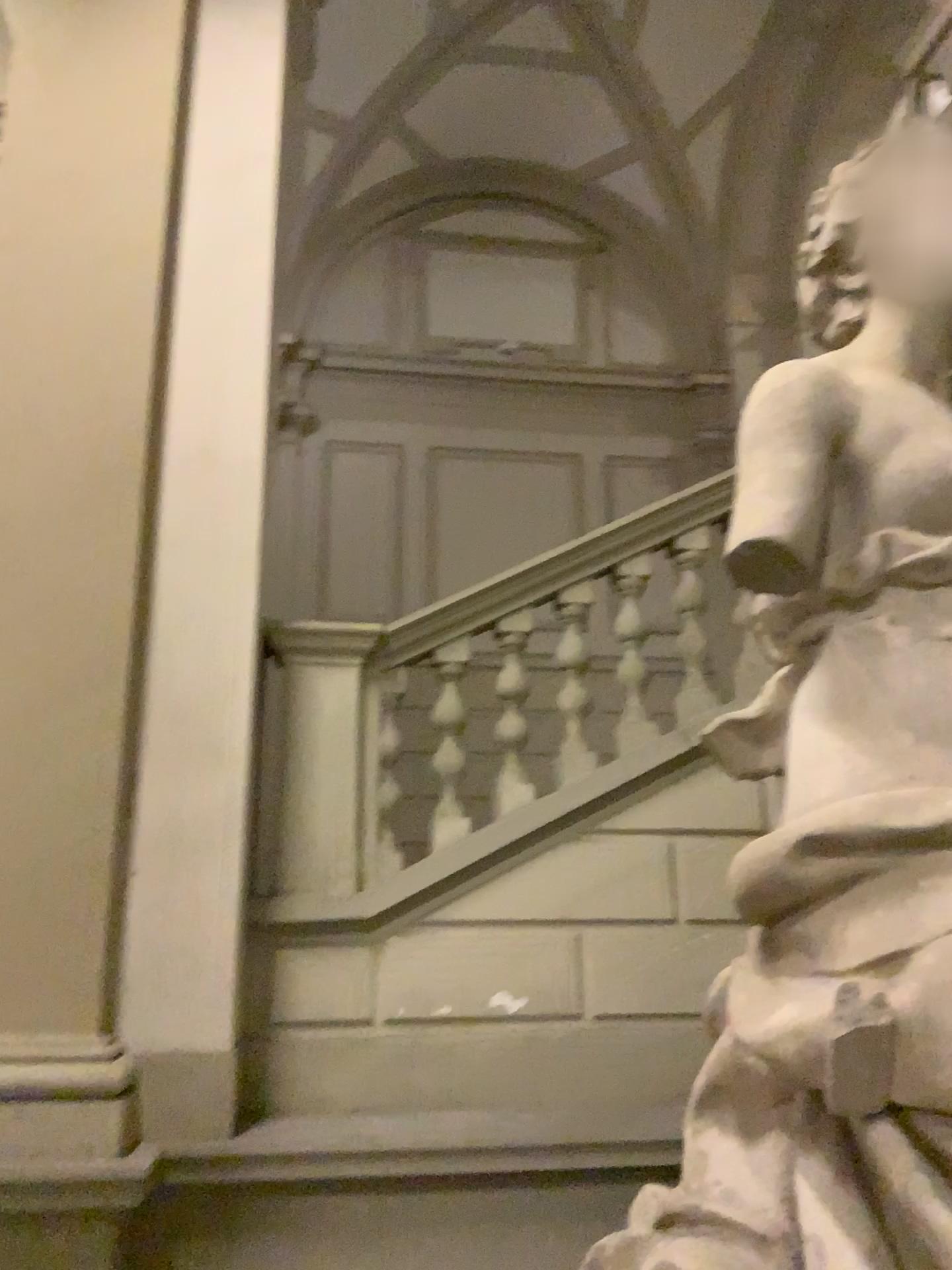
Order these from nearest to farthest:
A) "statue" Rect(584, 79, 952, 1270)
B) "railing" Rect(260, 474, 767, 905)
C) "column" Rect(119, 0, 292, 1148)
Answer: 1. "statue" Rect(584, 79, 952, 1270)
2. "column" Rect(119, 0, 292, 1148)
3. "railing" Rect(260, 474, 767, 905)

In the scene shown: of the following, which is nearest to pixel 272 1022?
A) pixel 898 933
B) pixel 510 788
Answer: pixel 510 788

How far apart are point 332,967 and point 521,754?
1.0m

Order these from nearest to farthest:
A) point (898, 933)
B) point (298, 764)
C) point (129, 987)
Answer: point (898, 933), point (129, 987), point (298, 764)

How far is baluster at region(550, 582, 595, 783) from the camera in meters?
3.7

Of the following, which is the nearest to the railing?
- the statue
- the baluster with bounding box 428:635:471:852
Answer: the baluster with bounding box 428:635:471:852

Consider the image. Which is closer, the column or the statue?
the statue

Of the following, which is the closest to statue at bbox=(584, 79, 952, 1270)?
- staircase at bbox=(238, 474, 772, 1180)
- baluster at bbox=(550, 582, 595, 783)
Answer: staircase at bbox=(238, 474, 772, 1180)

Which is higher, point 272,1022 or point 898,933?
point 898,933

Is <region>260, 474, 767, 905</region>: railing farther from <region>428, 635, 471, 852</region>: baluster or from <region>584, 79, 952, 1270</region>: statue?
<region>584, 79, 952, 1270</region>: statue
